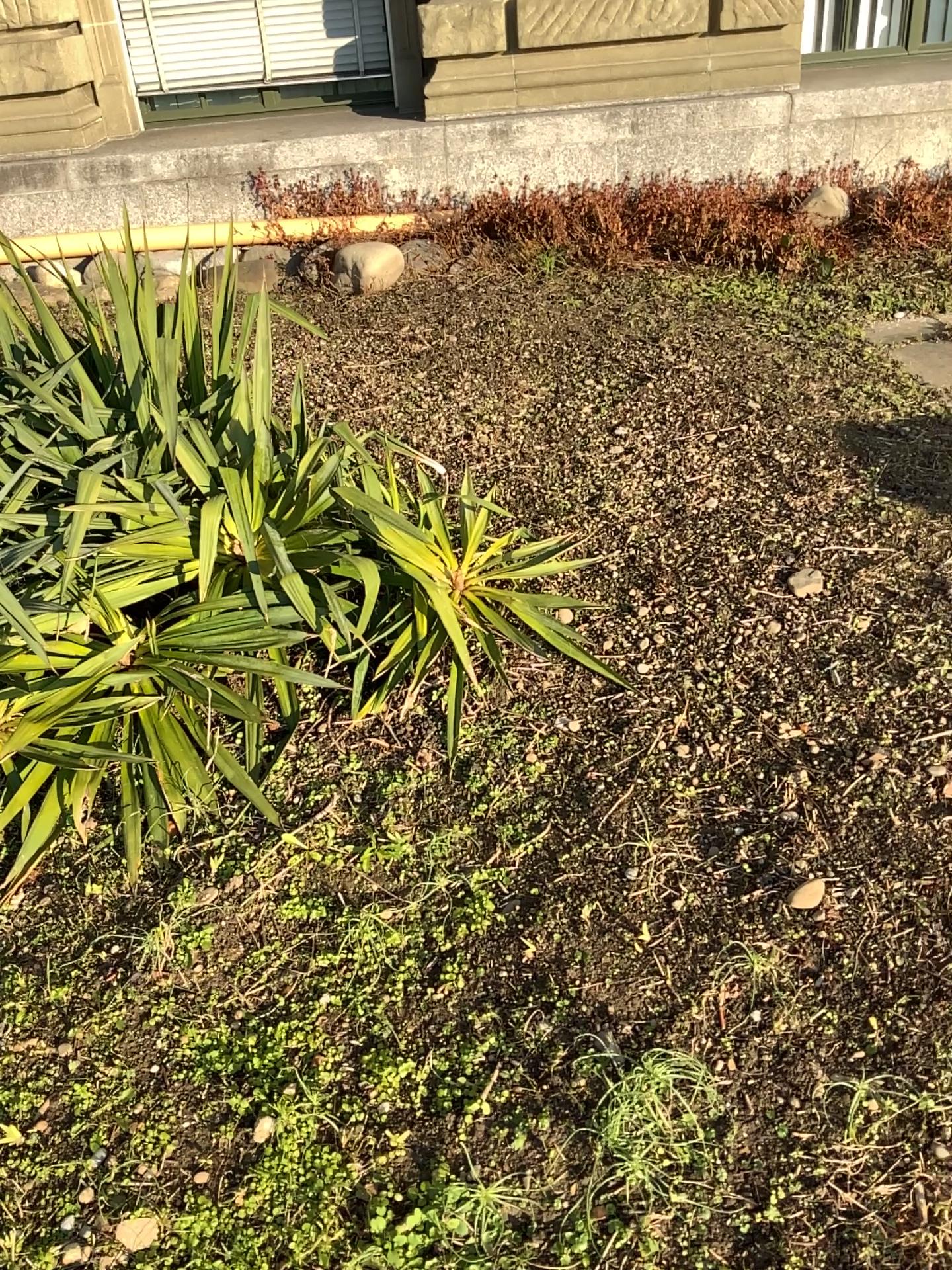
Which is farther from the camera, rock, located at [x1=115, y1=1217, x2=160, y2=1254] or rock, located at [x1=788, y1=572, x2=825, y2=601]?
rock, located at [x1=788, y1=572, x2=825, y2=601]

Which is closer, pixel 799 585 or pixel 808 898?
pixel 808 898

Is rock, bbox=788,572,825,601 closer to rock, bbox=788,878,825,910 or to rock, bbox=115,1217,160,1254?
rock, bbox=788,878,825,910

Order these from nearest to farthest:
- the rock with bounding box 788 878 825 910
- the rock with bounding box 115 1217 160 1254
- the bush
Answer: the rock with bounding box 115 1217 160 1254, the rock with bounding box 788 878 825 910, the bush

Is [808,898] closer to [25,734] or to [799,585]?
[799,585]

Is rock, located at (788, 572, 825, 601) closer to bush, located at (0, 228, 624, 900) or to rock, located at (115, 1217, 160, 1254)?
bush, located at (0, 228, 624, 900)

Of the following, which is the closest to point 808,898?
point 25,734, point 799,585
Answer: point 799,585

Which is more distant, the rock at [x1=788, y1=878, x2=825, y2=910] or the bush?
the bush

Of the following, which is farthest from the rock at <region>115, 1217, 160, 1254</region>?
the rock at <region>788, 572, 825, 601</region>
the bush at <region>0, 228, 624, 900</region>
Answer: the rock at <region>788, 572, 825, 601</region>

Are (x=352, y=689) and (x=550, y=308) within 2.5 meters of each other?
no
